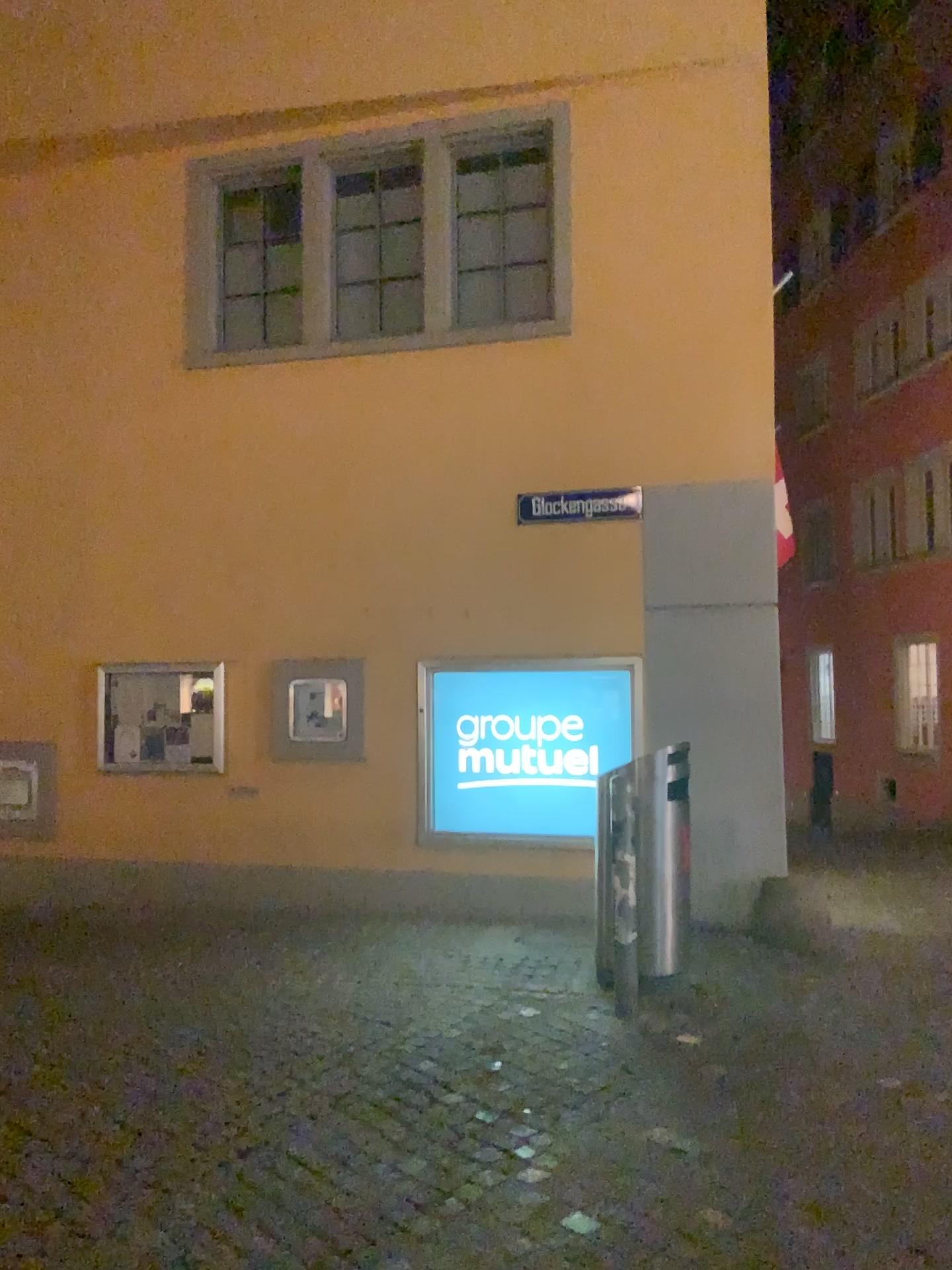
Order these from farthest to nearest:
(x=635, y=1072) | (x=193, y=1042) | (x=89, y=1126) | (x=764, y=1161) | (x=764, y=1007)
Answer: (x=764, y=1007), (x=193, y=1042), (x=635, y=1072), (x=89, y=1126), (x=764, y=1161)
